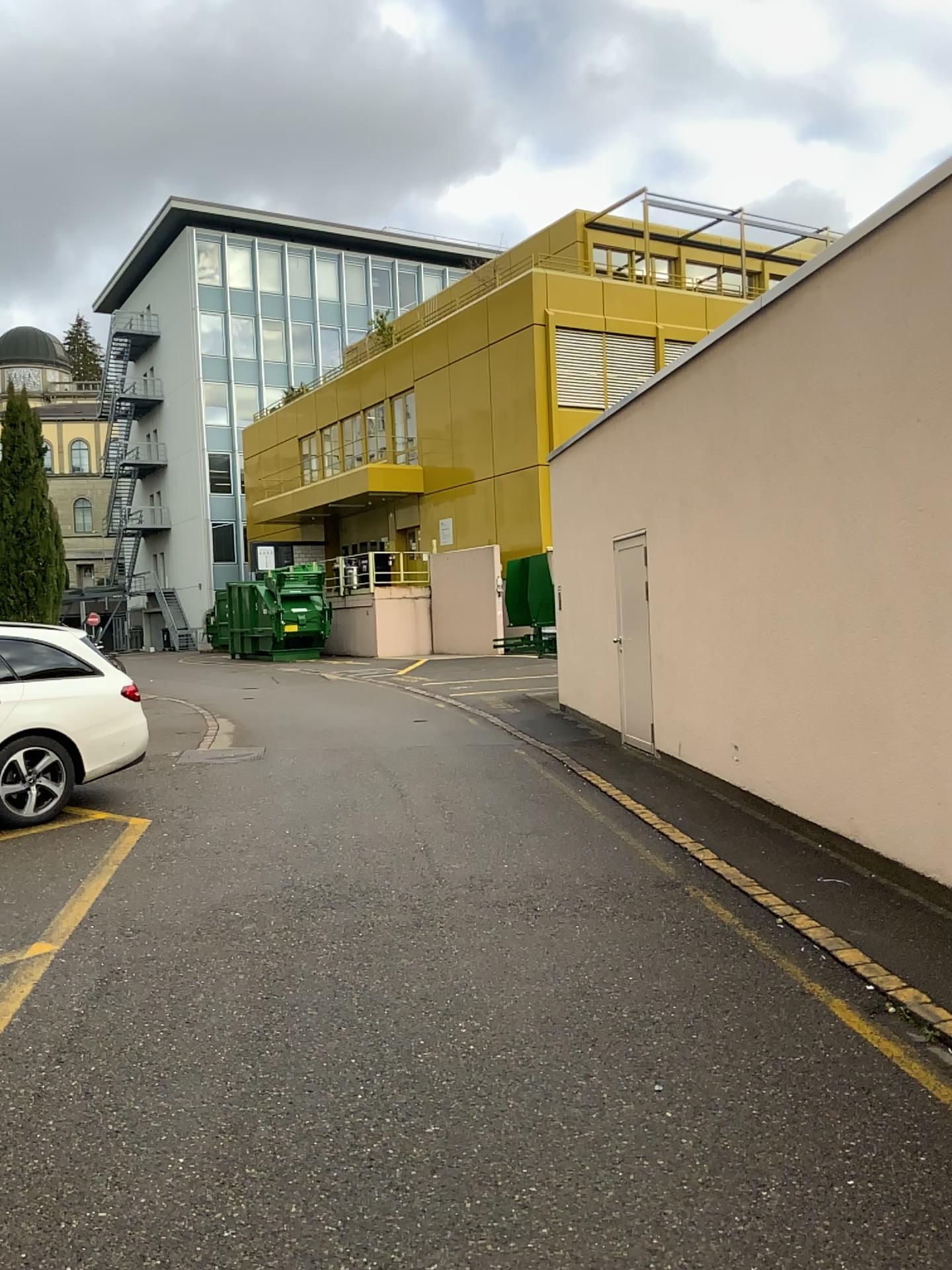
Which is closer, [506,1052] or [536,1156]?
[536,1156]
